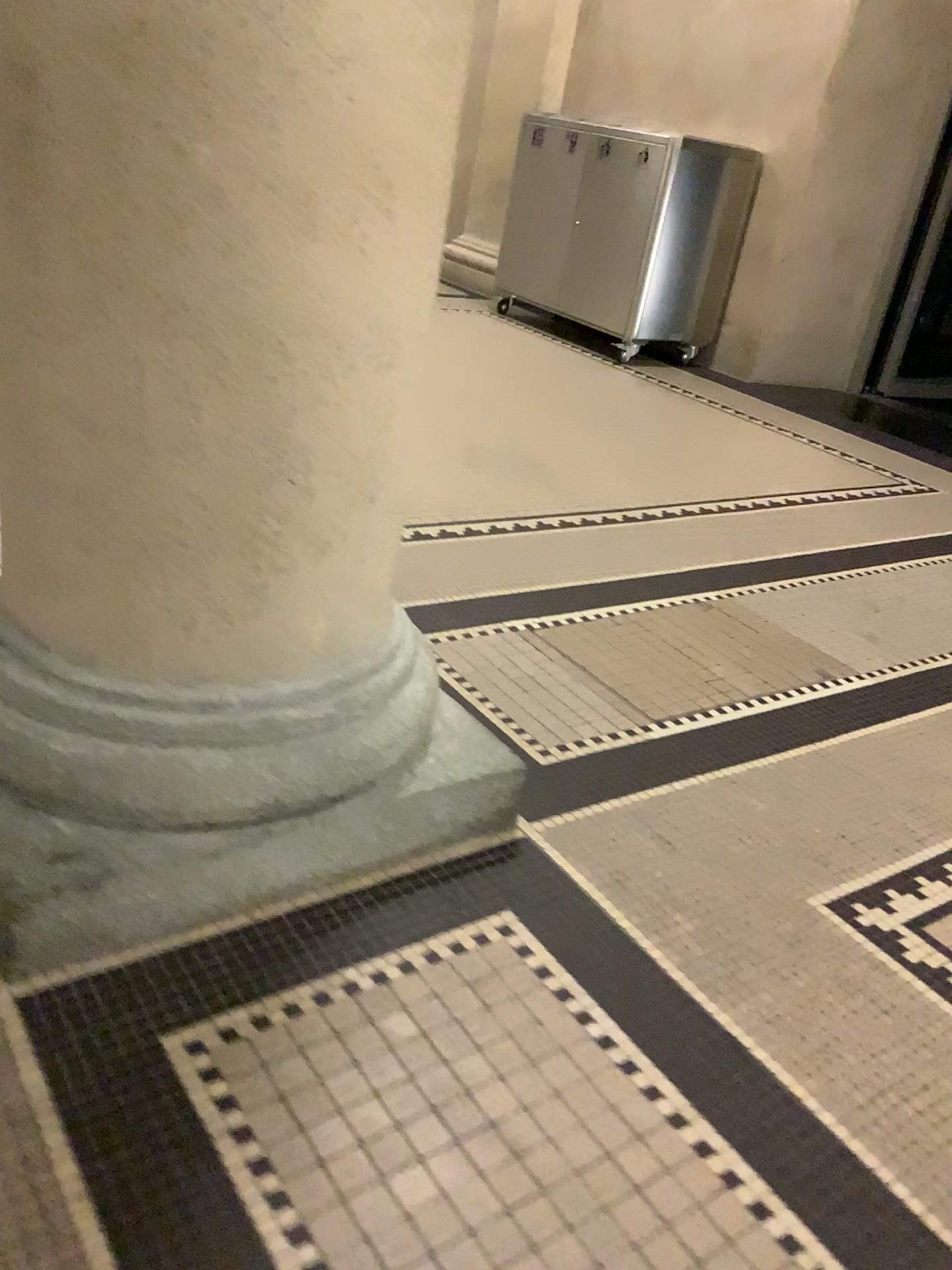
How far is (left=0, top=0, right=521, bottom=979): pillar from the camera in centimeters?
103cm

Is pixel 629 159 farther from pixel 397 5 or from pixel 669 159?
pixel 397 5

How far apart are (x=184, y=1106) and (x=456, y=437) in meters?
2.6

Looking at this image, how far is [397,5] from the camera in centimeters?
103cm

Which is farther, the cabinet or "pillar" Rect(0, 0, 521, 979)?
the cabinet

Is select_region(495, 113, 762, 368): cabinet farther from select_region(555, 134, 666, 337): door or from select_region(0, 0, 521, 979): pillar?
select_region(0, 0, 521, 979): pillar

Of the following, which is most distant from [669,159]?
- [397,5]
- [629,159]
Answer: [397,5]

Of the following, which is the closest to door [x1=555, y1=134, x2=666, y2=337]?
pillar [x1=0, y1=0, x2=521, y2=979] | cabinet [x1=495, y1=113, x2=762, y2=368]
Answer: cabinet [x1=495, y1=113, x2=762, y2=368]
